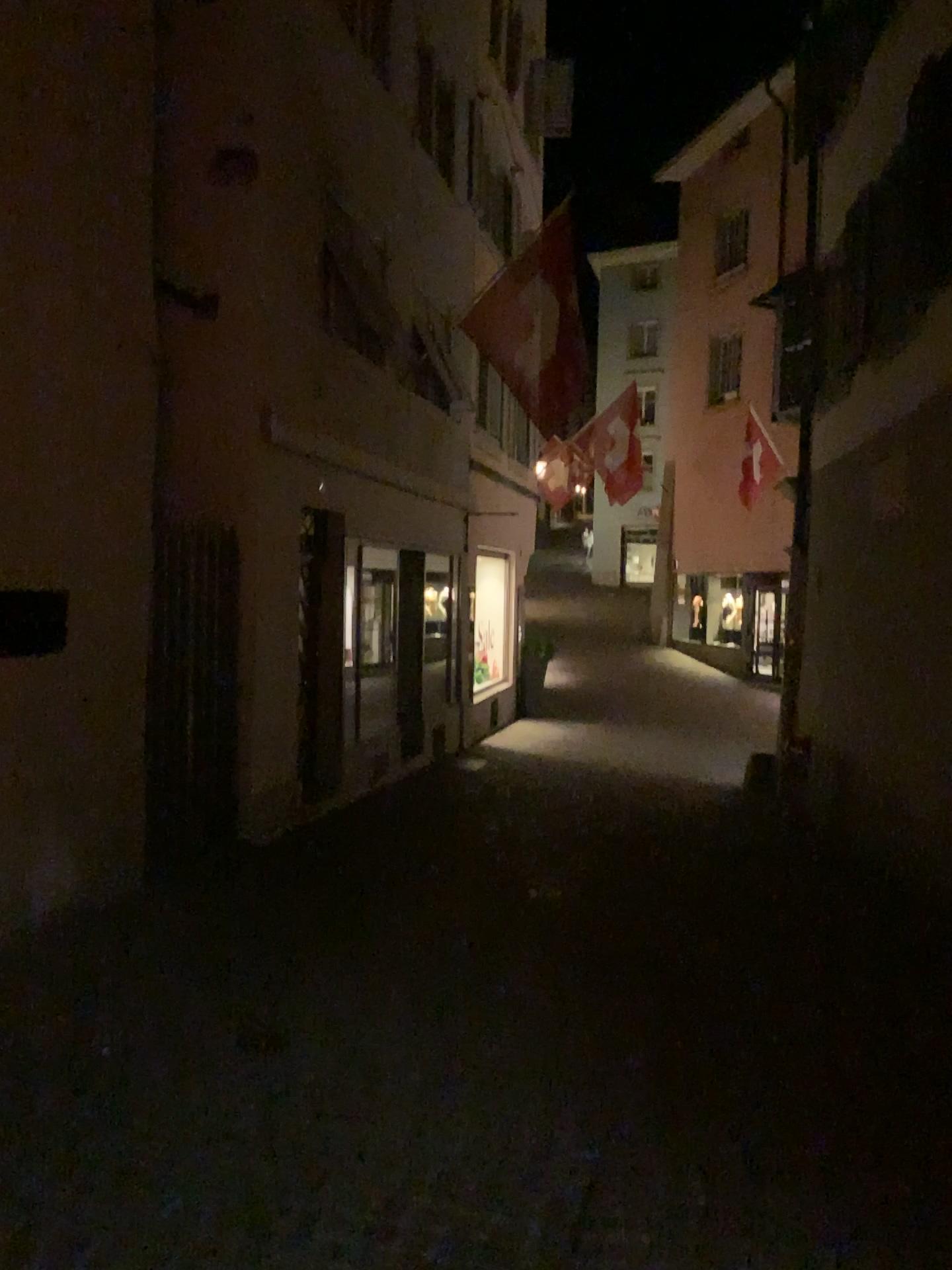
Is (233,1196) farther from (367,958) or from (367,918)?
(367,918)
